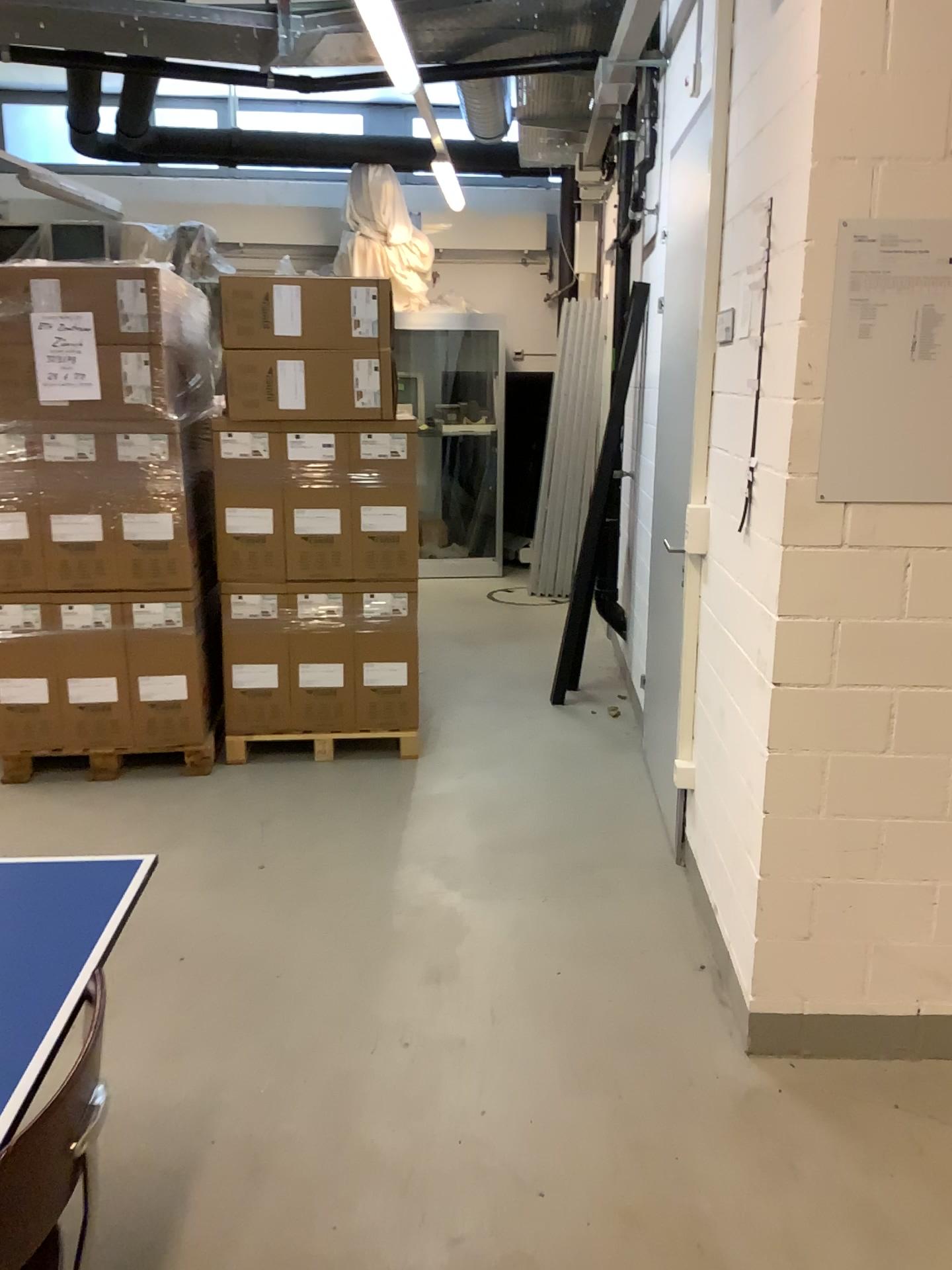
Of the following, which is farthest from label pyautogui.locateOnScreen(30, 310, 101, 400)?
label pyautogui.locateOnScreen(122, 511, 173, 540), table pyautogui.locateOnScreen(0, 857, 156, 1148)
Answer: table pyautogui.locateOnScreen(0, 857, 156, 1148)

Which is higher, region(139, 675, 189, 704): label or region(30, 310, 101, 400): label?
region(30, 310, 101, 400): label

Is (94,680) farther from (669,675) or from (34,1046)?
(34,1046)

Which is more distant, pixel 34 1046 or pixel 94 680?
pixel 94 680

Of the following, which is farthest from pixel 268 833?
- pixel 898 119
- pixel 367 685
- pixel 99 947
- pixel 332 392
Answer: pixel 898 119

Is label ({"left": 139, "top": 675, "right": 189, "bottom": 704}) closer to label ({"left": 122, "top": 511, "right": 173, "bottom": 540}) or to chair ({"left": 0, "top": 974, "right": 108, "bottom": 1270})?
label ({"left": 122, "top": 511, "right": 173, "bottom": 540})

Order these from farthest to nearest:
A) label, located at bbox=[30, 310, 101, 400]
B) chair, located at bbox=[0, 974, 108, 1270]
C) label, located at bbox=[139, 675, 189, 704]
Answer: label, located at bbox=[139, 675, 189, 704] → label, located at bbox=[30, 310, 101, 400] → chair, located at bbox=[0, 974, 108, 1270]

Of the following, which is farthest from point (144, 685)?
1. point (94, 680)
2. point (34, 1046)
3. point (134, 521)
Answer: point (34, 1046)

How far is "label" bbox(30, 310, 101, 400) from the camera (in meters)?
3.76

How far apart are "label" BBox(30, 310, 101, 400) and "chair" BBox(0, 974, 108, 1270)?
3.0 meters
